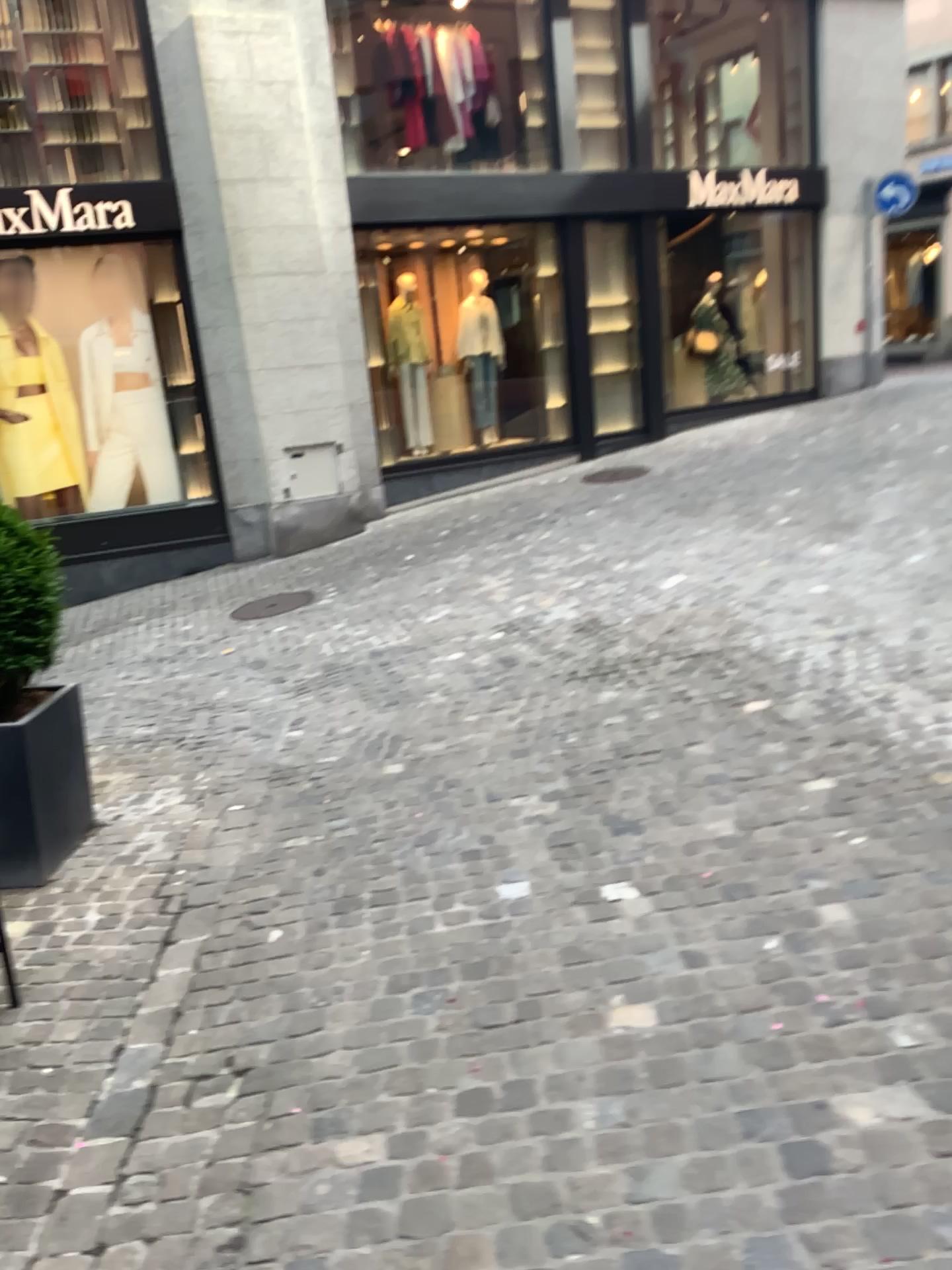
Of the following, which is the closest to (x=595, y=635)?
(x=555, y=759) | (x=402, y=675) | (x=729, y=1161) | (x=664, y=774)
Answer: (x=402, y=675)

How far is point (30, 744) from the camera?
3.58m

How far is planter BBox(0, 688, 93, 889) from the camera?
3.6m
